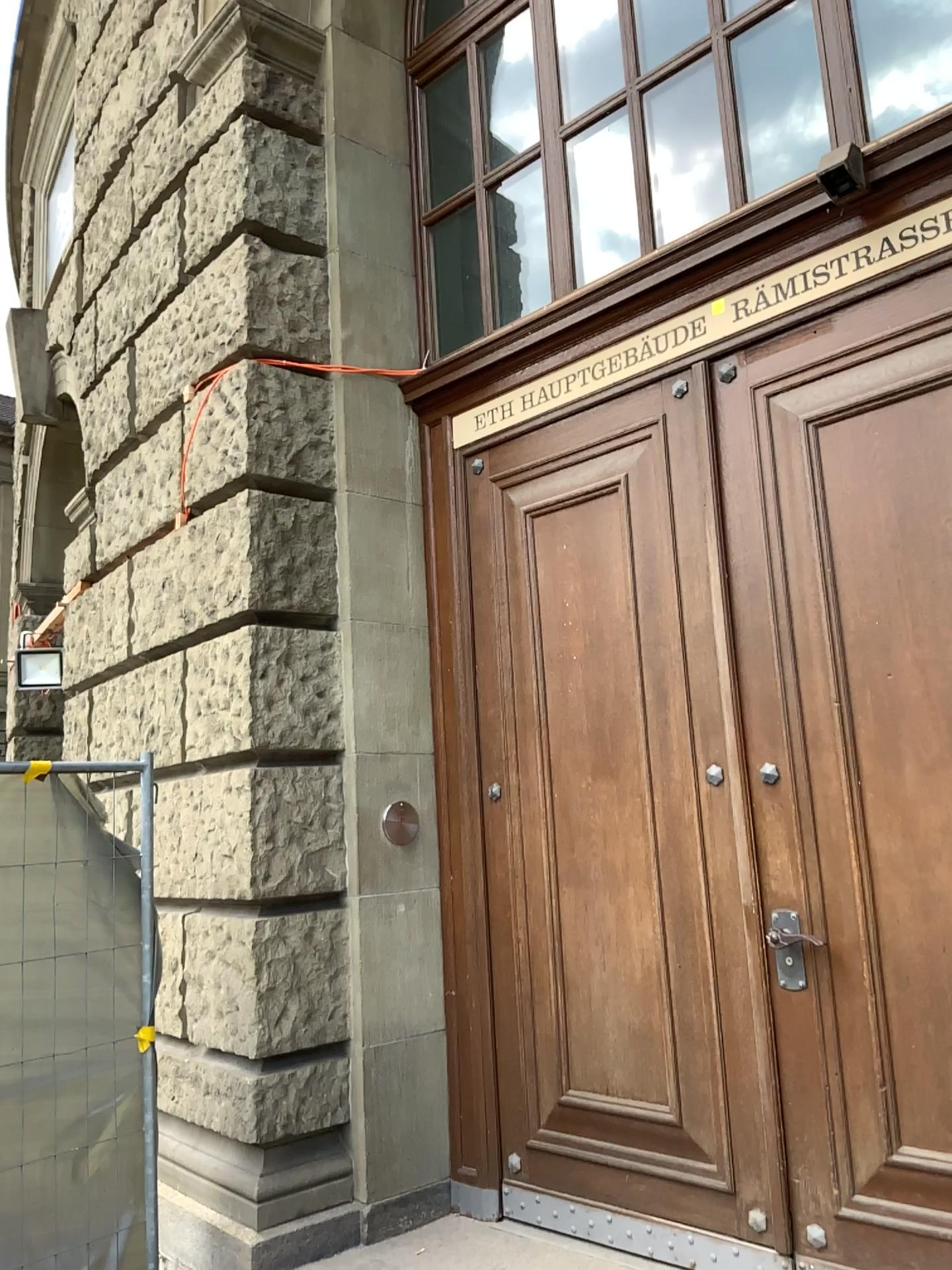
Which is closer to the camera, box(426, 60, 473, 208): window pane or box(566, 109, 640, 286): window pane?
box(566, 109, 640, 286): window pane

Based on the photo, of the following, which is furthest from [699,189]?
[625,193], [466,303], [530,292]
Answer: [466,303]

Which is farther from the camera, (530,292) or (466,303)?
(466,303)

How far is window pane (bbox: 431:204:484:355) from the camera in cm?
436

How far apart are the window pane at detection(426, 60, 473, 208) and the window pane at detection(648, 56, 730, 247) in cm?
102

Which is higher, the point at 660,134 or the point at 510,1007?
the point at 660,134

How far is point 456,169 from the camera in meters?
4.5

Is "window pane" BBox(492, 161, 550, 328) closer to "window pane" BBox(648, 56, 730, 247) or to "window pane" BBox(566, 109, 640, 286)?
"window pane" BBox(566, 109, 640, 286)

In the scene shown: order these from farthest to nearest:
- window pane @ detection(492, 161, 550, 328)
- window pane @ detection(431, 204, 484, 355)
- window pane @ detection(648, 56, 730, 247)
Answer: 1. window pane @ detection(431, 204, 484, 355)
2. window pane @ detection(492, 161, 550, 328)
3. window pane @ detection(648, 56, 730, 247)

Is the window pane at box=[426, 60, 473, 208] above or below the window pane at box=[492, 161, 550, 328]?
above
